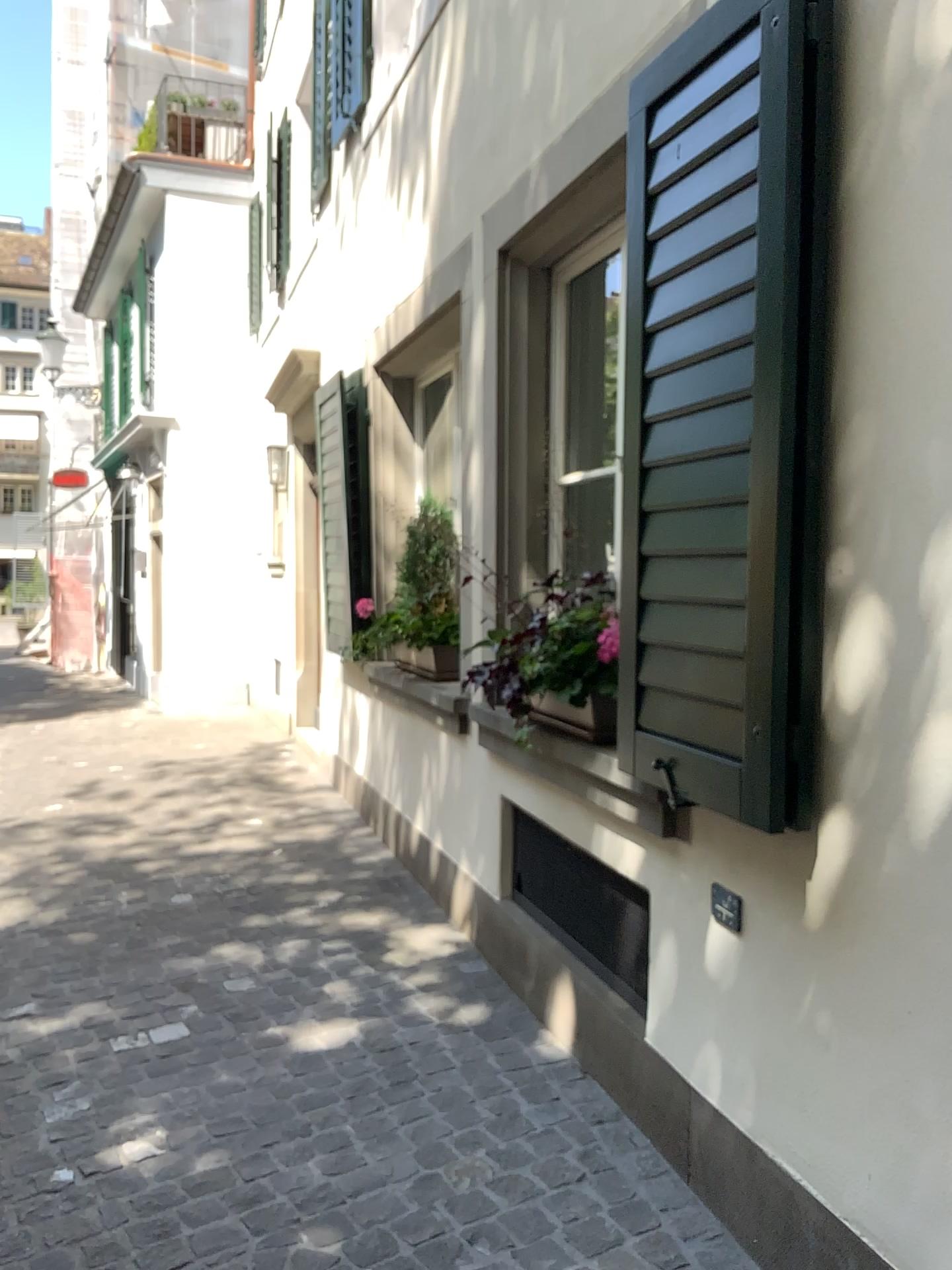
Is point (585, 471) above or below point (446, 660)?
above

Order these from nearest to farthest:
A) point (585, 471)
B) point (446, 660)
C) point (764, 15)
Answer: point (764, 15), point (585, 471), point (446, 660)

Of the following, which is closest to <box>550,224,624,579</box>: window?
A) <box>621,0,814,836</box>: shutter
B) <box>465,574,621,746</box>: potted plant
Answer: <box>465,574,621,746</box>: potted plant

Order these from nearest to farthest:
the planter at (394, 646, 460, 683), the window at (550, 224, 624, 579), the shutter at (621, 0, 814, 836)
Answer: the shutter at (621, 0, 814, 836), the window at (550, 224, 624, 579), the planter at (394, 646, 460, 683)

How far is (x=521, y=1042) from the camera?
3.1m

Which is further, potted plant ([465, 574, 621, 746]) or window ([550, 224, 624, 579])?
window ([550, 224, 624, 579])

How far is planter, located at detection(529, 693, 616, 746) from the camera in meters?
2.8

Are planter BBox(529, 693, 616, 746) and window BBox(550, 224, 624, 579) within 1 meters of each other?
yes

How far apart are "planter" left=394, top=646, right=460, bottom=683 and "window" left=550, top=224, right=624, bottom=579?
1.04m

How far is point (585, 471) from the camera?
3.43m
